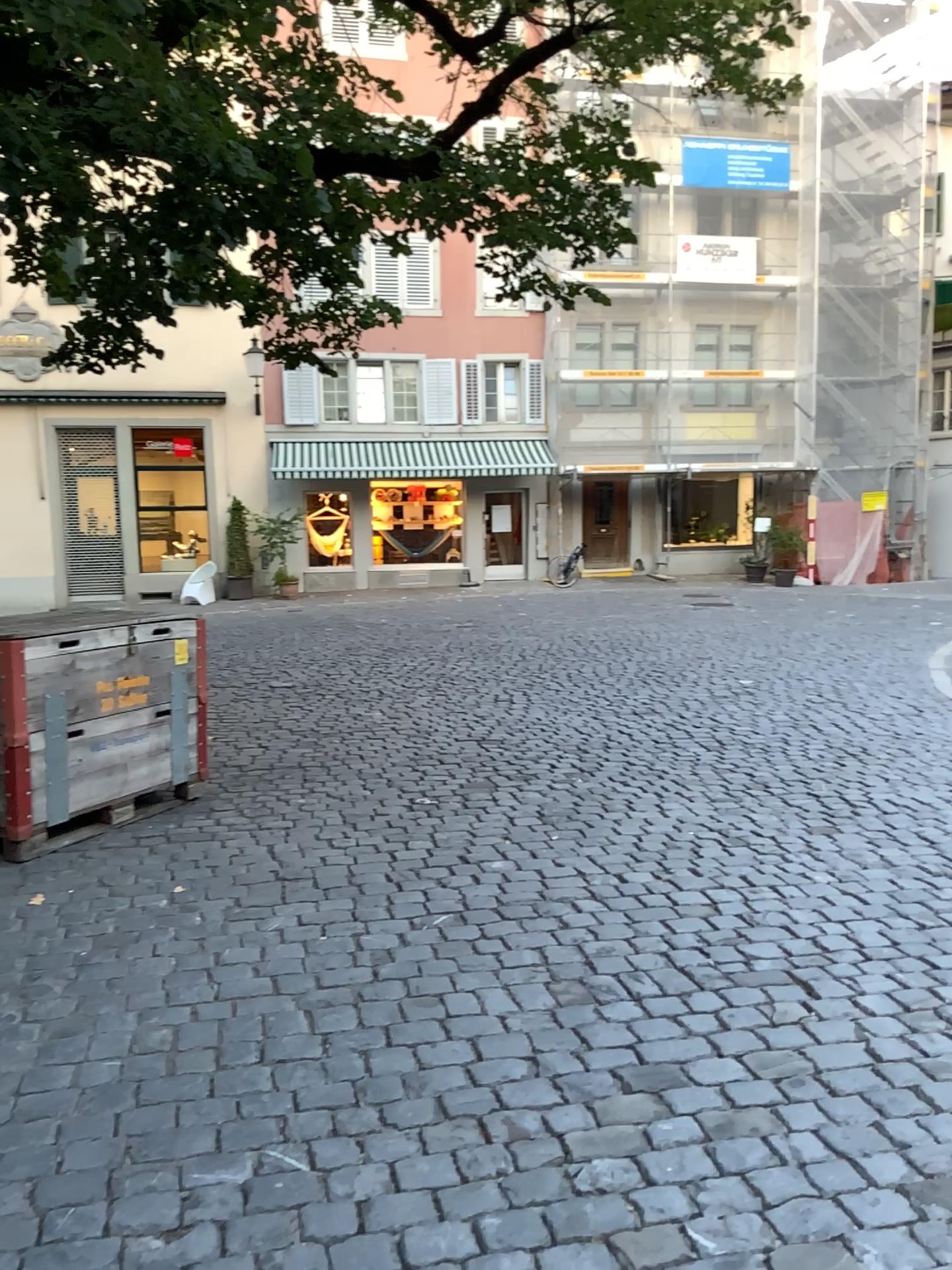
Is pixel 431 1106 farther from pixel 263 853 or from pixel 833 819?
pixel 833 819
